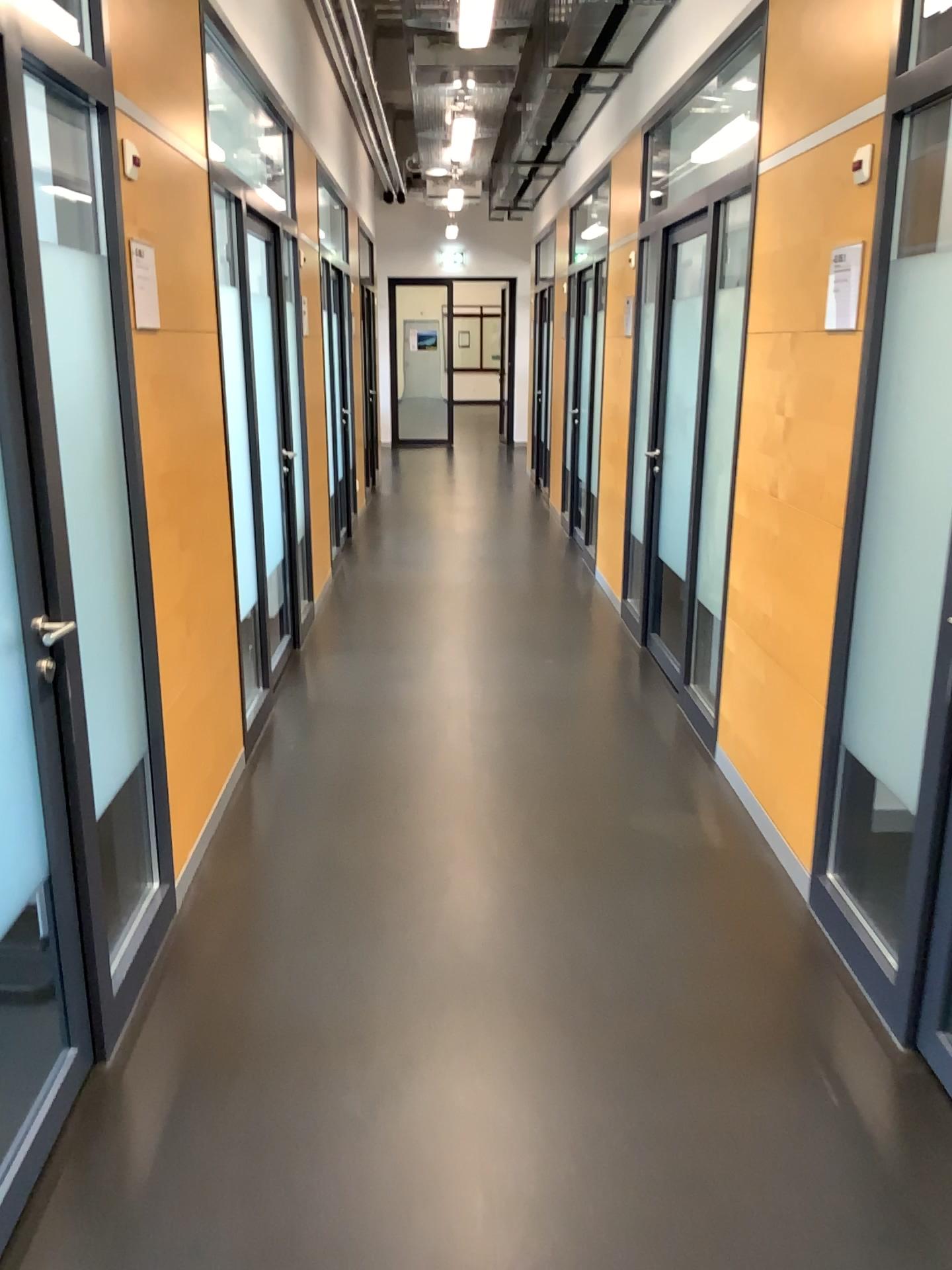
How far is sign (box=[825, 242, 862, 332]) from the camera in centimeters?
267cm

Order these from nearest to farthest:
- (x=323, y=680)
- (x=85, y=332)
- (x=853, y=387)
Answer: (x=85, y=332) < (x=853, y=387) < (x=323, y=680)

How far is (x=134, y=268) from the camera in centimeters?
269cm

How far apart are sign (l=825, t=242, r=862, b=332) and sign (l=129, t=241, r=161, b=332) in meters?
1.8

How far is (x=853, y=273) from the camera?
2.67m

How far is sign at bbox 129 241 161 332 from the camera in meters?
2.7

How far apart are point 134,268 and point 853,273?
1.8 meters
